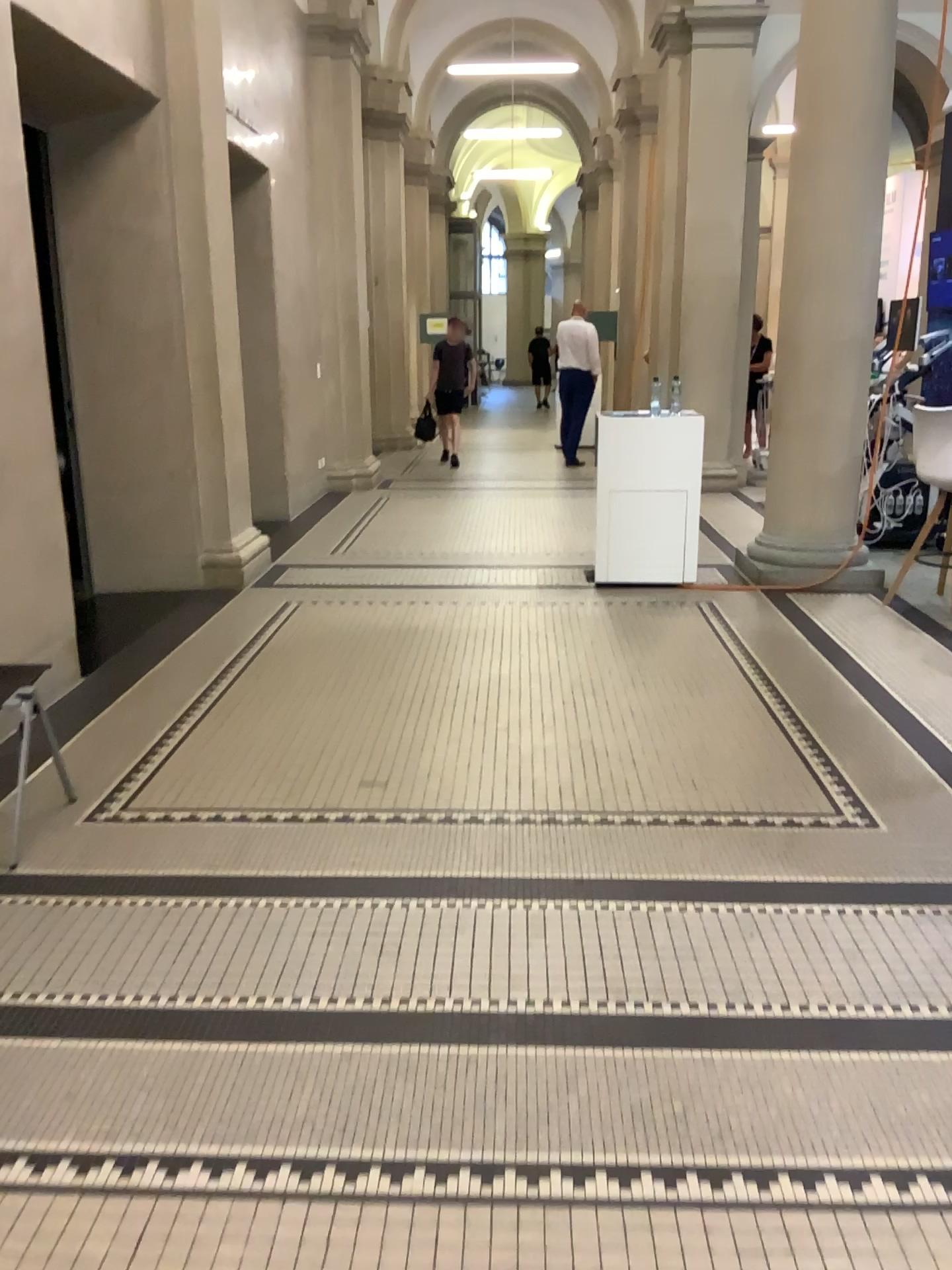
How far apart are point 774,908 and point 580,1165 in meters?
1.1
